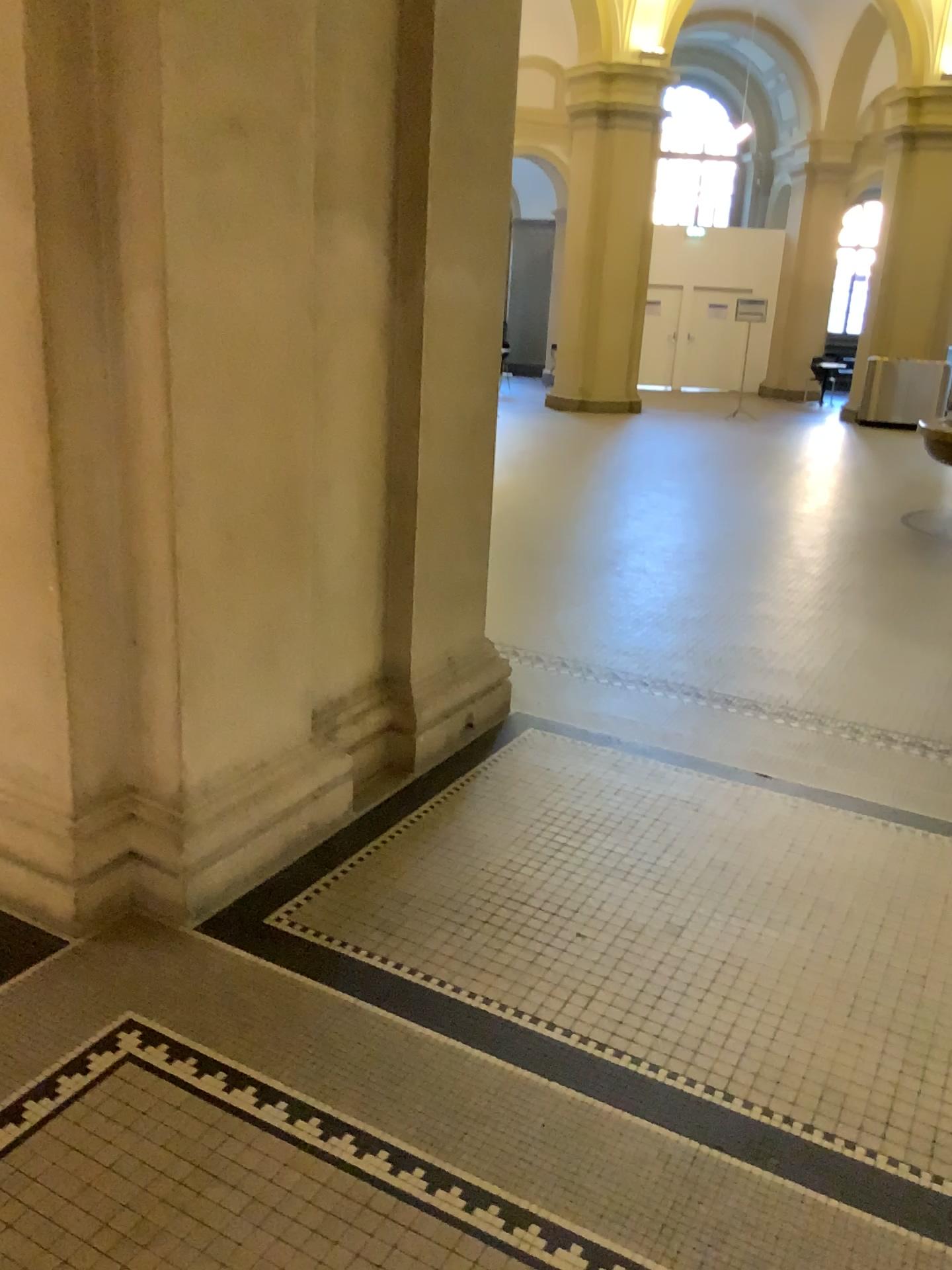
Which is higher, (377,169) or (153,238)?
(377,169)
